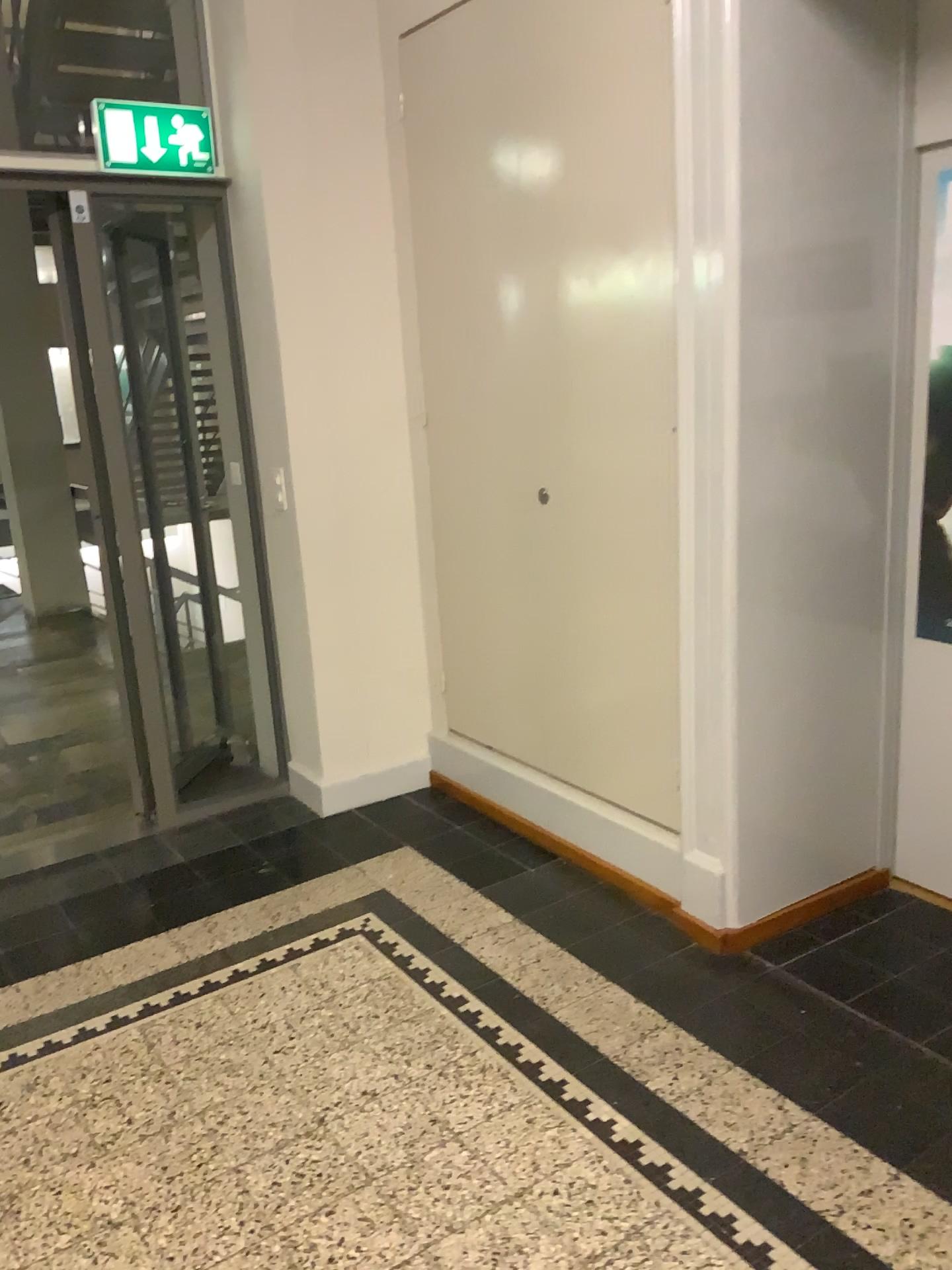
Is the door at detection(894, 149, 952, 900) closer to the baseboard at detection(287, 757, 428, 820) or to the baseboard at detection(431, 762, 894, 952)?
the baseboard at detection(431, 762, 894, 952)

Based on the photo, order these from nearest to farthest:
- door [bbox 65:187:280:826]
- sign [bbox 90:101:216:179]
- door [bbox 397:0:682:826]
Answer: door [bbox 397:0:682:826] < sign [bbox 90:101:216:179] < door [bbox 65:187:280:826]

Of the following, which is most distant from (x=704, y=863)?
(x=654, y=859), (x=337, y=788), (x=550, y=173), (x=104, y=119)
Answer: (x=104, y=119)

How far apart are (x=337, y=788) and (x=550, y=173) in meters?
2.1 m

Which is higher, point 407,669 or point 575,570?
point 575,570

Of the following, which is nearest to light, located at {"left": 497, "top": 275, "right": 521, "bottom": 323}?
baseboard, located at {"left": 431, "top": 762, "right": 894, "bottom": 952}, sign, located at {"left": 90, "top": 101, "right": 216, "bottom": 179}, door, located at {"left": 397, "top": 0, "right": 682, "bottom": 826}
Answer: door, located at {"left": 397, "top": 0, "right": 682, "bottom": 826}

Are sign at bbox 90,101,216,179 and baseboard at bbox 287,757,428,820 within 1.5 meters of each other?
no

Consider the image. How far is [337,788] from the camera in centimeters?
377cm

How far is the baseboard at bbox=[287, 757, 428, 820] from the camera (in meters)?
3.77

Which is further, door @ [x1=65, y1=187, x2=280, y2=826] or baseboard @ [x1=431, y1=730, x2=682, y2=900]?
door @ [x1=65, y1=187, x2=280, y2=826]
